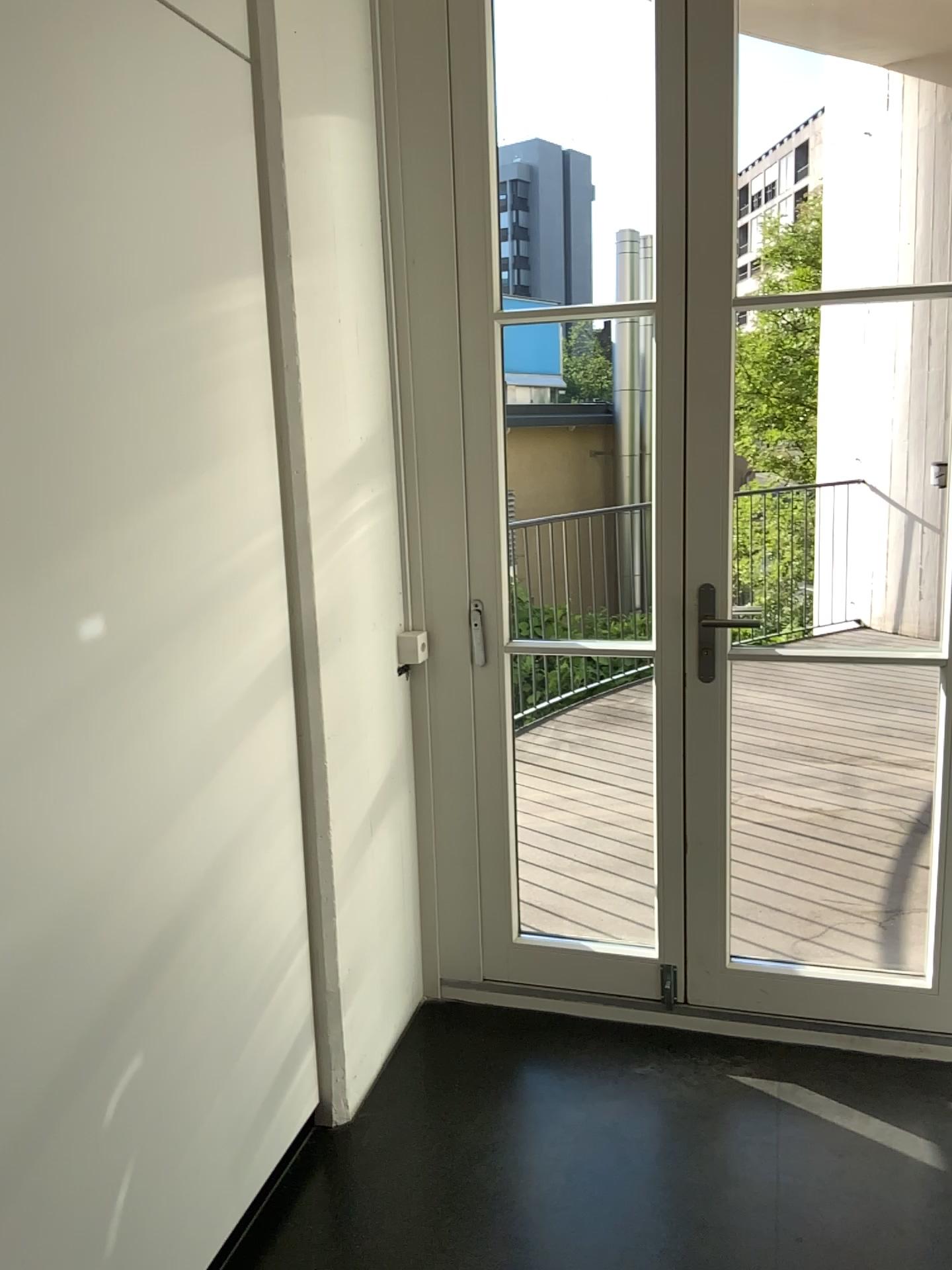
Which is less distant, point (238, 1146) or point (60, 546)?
point (60, 546)
